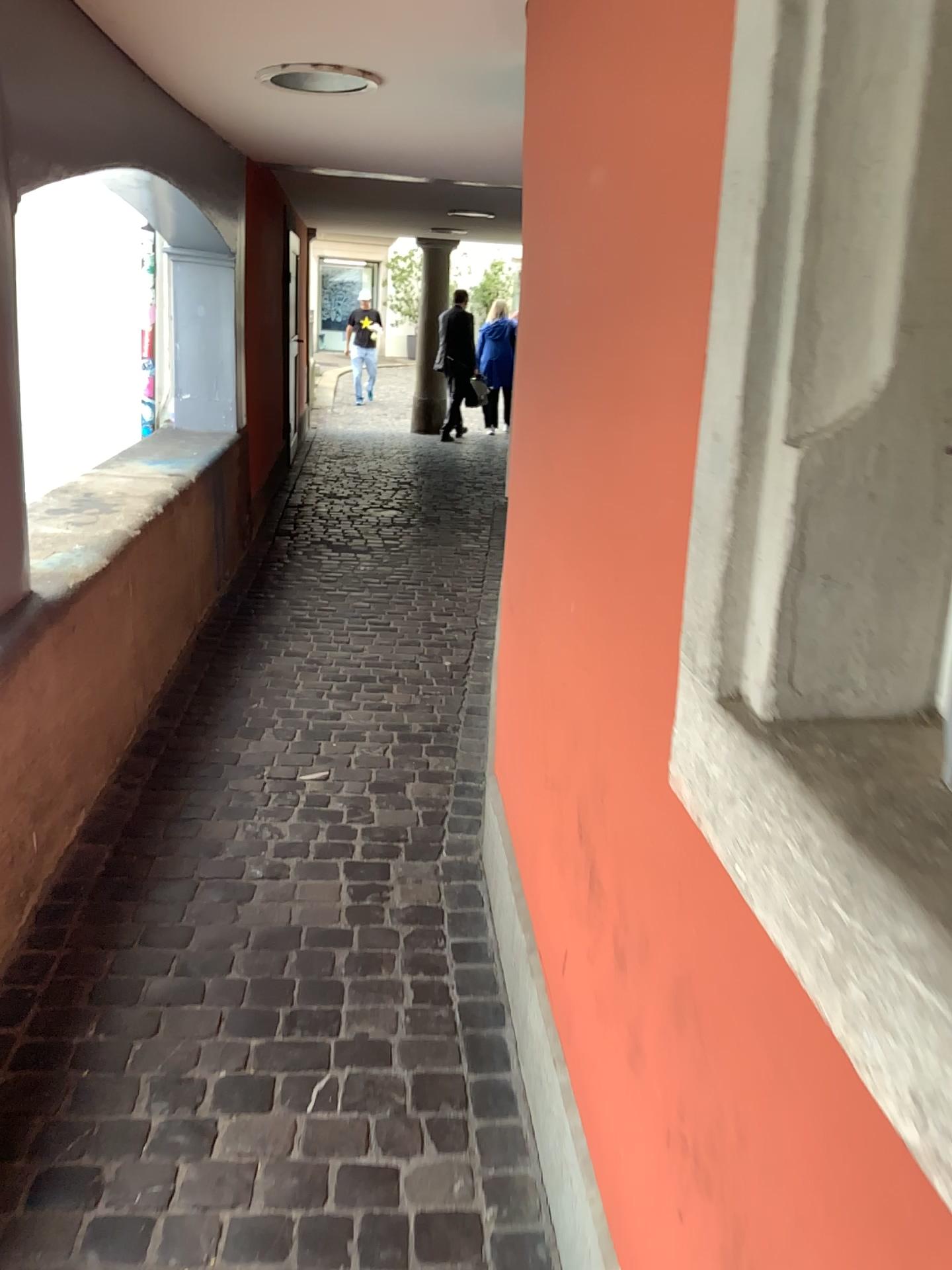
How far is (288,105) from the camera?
3.6 meters
